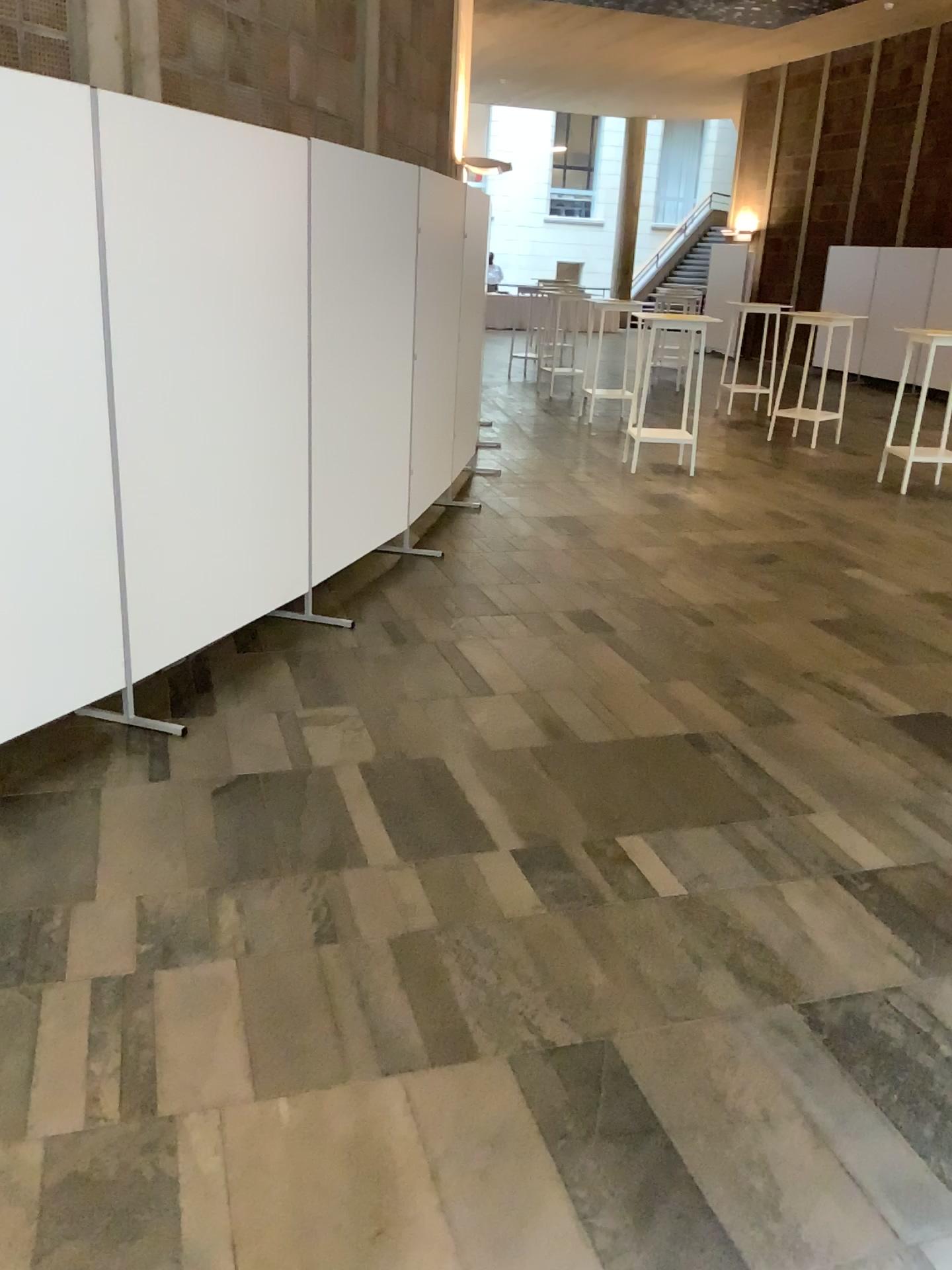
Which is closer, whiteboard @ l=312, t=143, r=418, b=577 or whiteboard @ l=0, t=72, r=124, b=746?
whiteboard @ l=0, t=72, r=124, b=746

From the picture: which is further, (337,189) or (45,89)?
(337,189)

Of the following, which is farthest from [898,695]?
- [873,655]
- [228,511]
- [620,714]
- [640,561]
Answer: [228,511]
